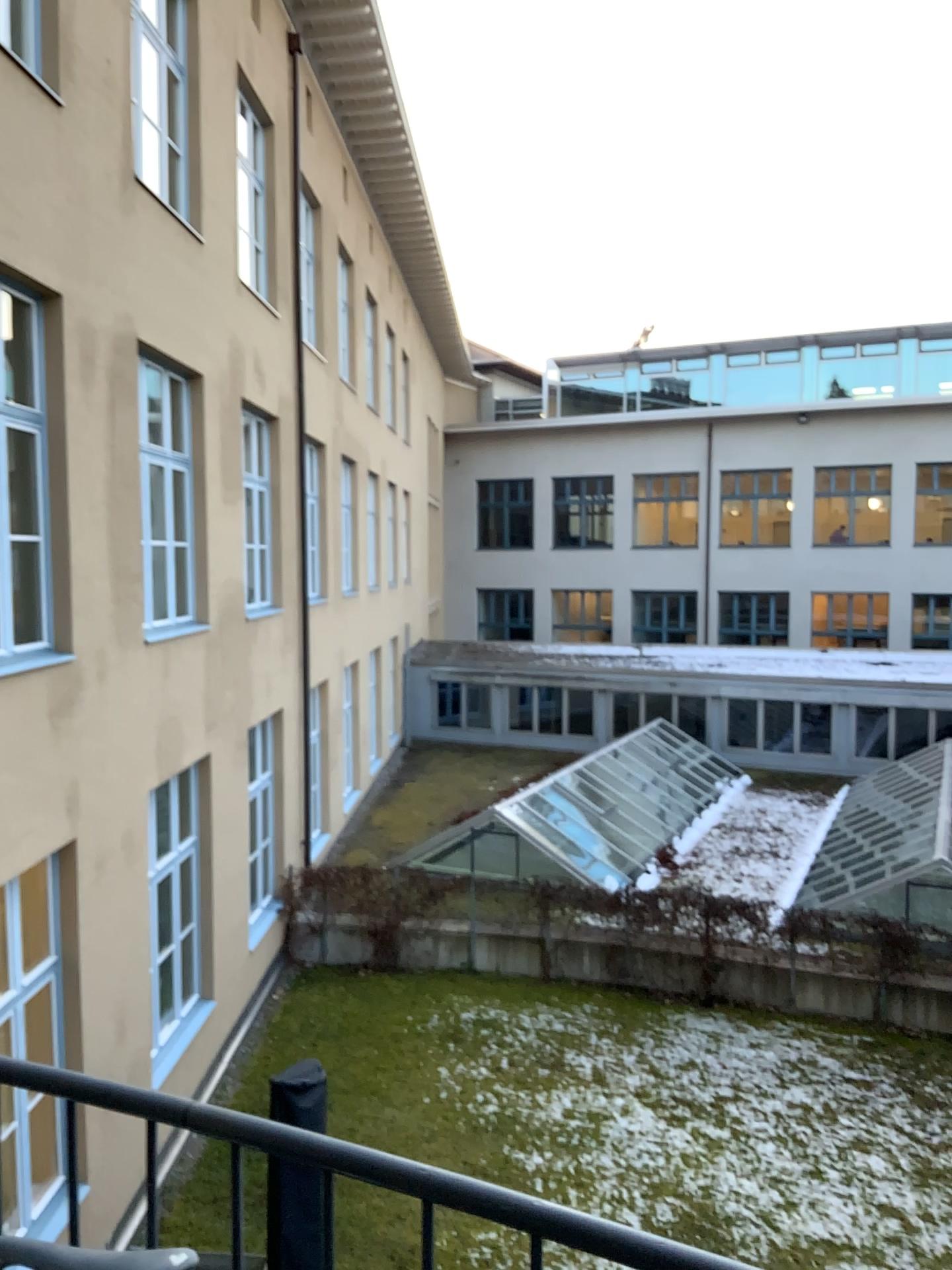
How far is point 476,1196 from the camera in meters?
1.1
